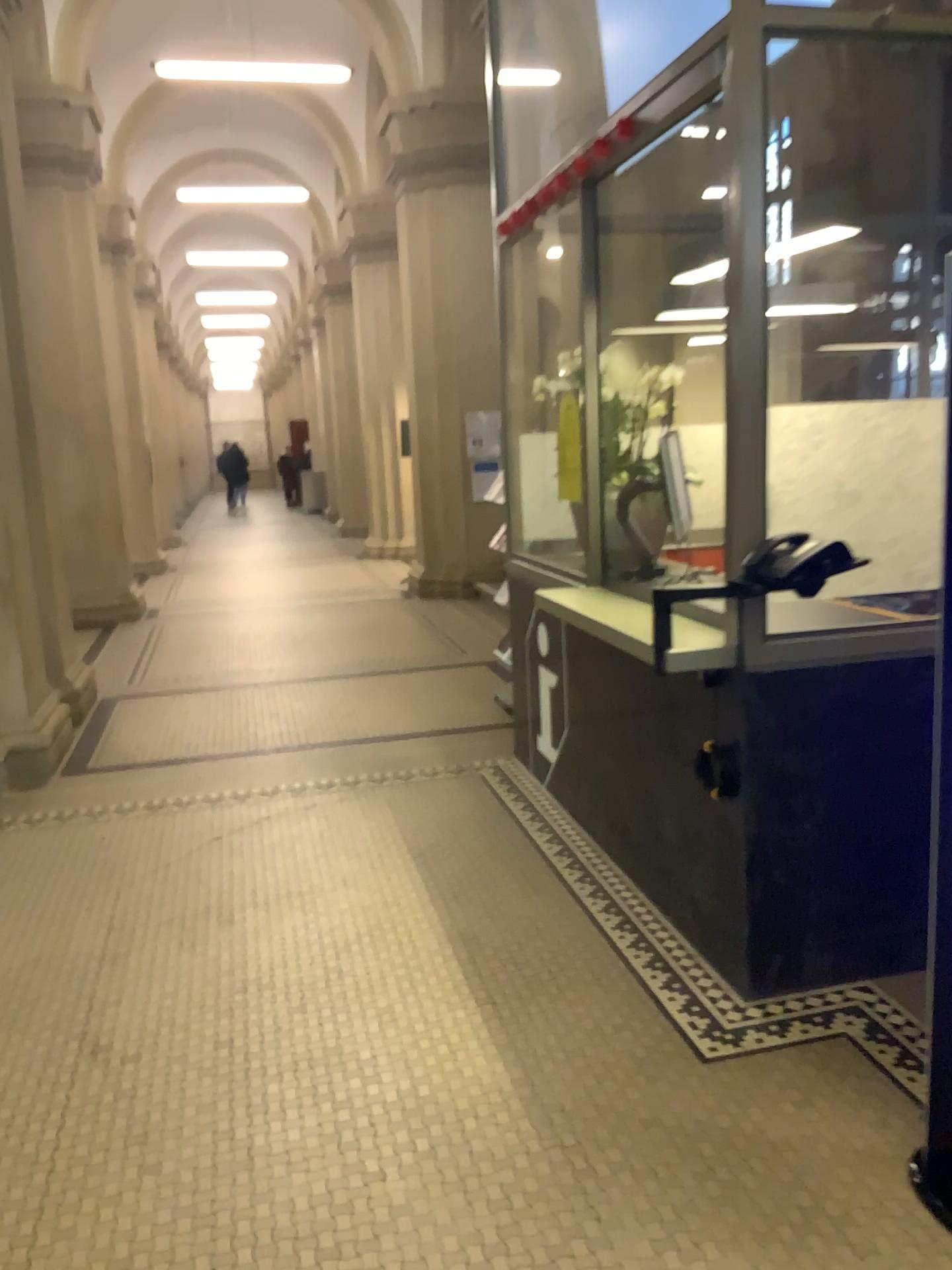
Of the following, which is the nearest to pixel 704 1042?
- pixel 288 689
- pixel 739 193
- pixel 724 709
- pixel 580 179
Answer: pixel 724 709

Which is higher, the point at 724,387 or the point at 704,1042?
the point at 724,387
